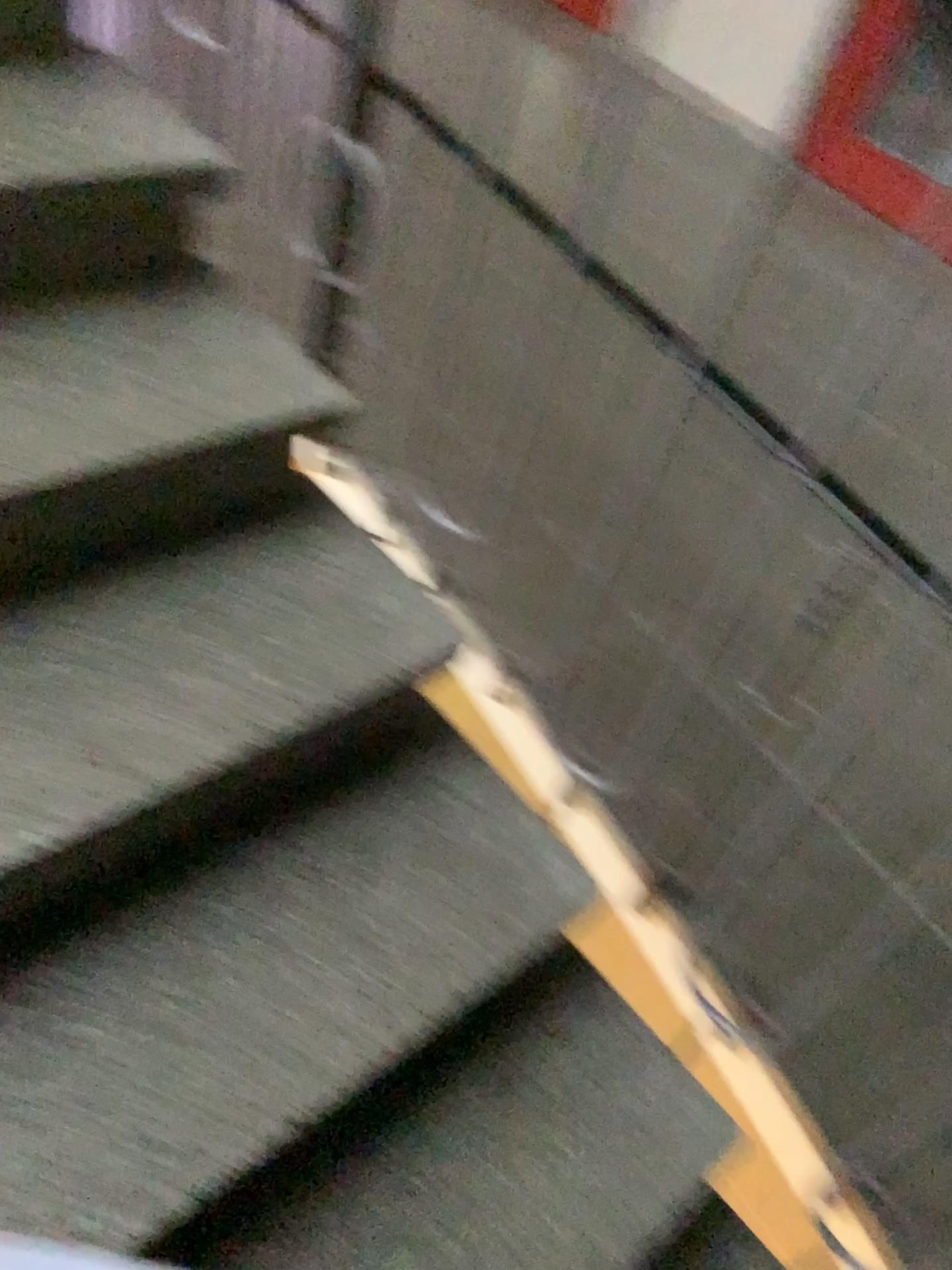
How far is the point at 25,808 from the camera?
1.0 meters

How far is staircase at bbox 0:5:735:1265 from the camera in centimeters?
100cm

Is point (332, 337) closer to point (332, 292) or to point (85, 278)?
point (332, 292)
